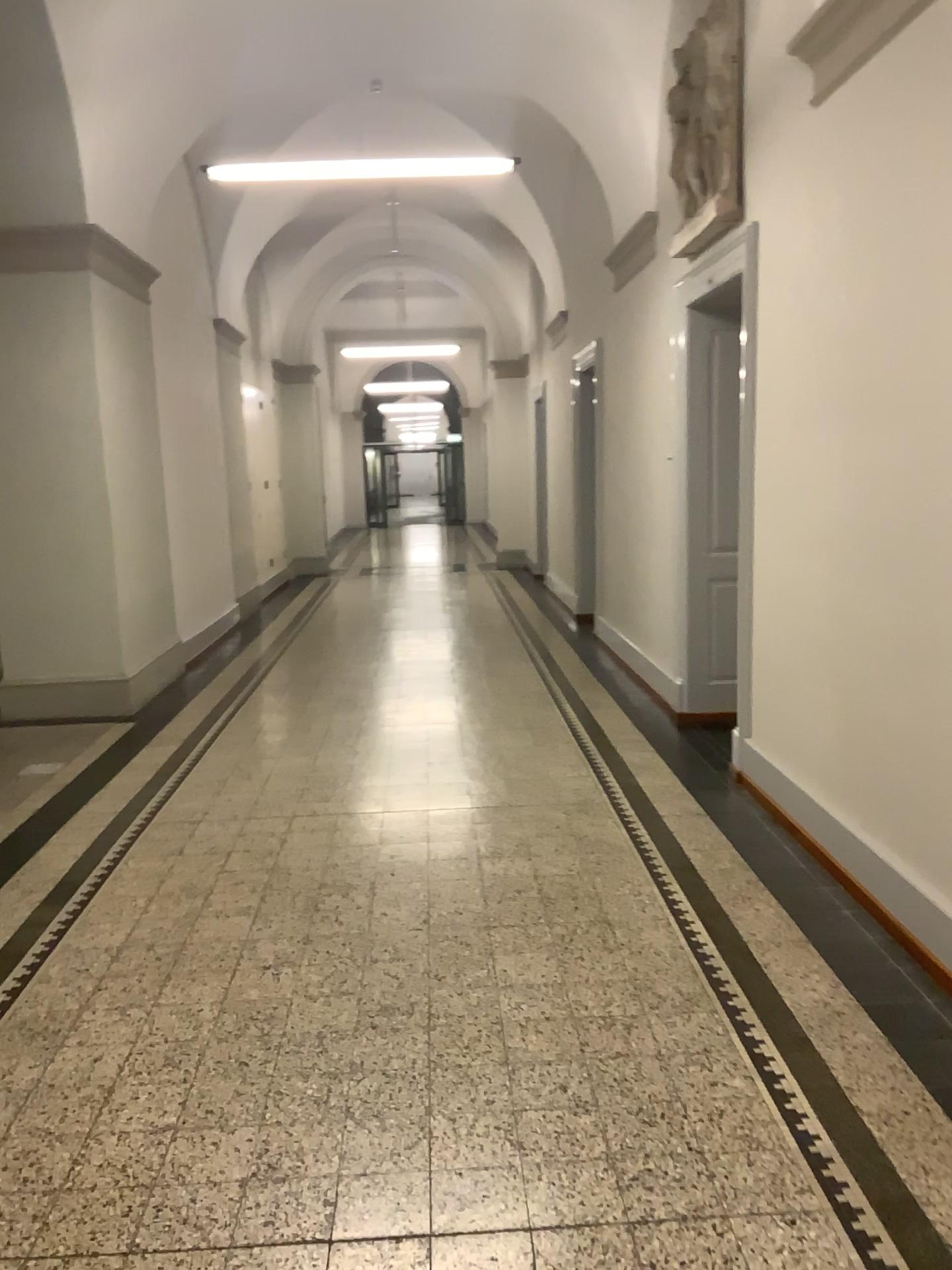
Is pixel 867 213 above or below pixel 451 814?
above
